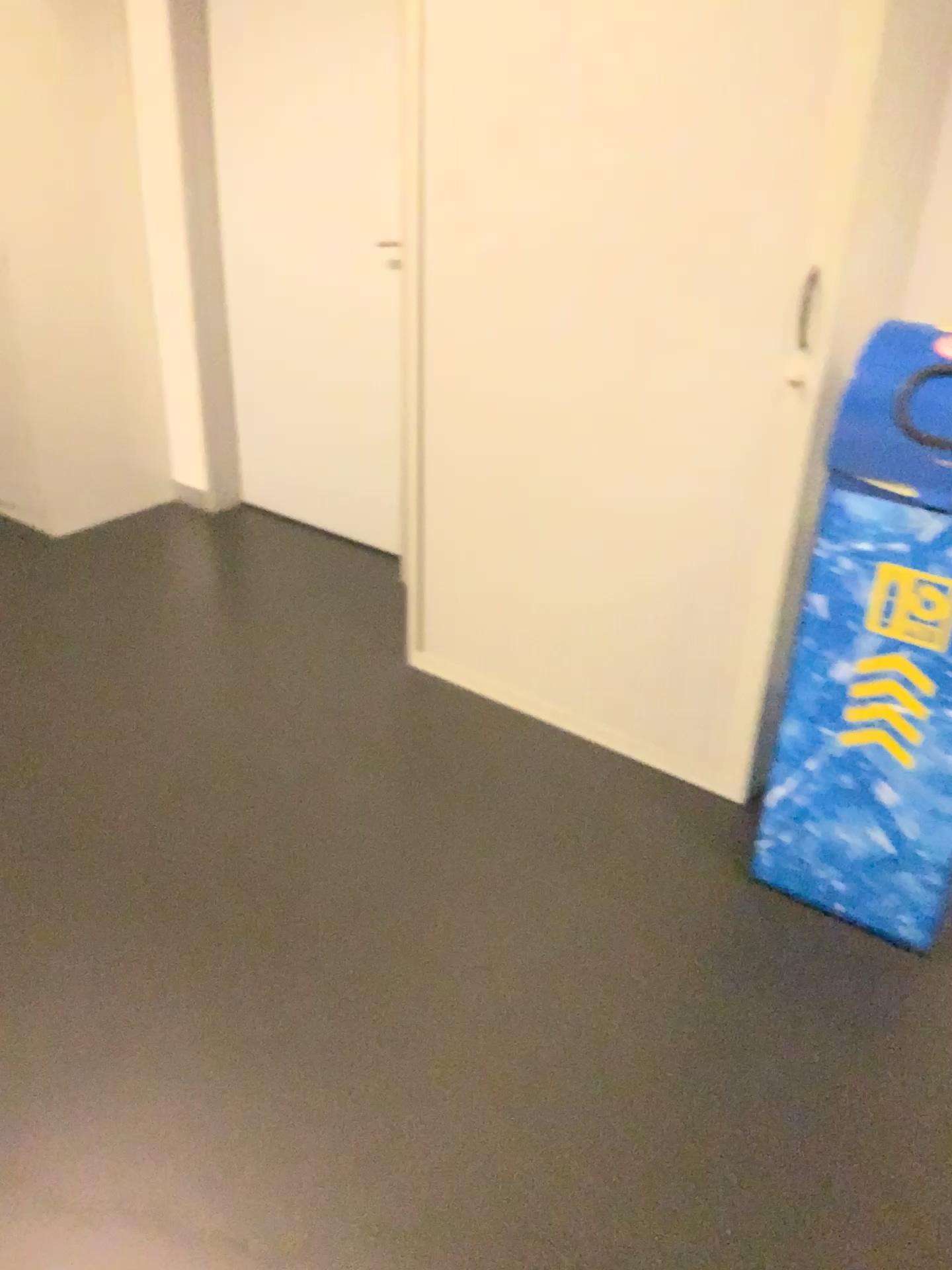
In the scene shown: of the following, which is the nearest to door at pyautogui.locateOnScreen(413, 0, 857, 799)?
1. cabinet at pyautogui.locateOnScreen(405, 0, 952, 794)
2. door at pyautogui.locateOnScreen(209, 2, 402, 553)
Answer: cabinet at pyautogui.locateOnScreen(405, 0, 952, 794)

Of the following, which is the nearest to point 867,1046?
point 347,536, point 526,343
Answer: point 526,343

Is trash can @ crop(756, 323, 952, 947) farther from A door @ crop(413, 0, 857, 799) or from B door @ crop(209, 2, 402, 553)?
B door @ crop(209, 2, 402, 553)

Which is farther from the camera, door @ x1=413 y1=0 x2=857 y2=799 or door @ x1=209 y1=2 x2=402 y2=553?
door @ x1=209 y1=2 x2=402 y2=553

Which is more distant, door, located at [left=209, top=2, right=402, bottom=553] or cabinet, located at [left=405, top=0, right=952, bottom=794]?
door, located at [left=209, top=2, right=402, bottom=553]

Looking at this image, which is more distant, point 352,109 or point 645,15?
point 352,109

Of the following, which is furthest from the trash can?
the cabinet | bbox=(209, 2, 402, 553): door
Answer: bbox=(209, 2, 402, 553): door

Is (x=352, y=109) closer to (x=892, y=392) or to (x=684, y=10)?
(x=684, y=10)

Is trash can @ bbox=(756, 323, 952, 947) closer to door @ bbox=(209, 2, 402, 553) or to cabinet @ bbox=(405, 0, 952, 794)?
cabinet @ bbox=(405, 0, 952, 794)

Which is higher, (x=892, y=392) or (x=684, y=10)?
(x=684, y=10)
